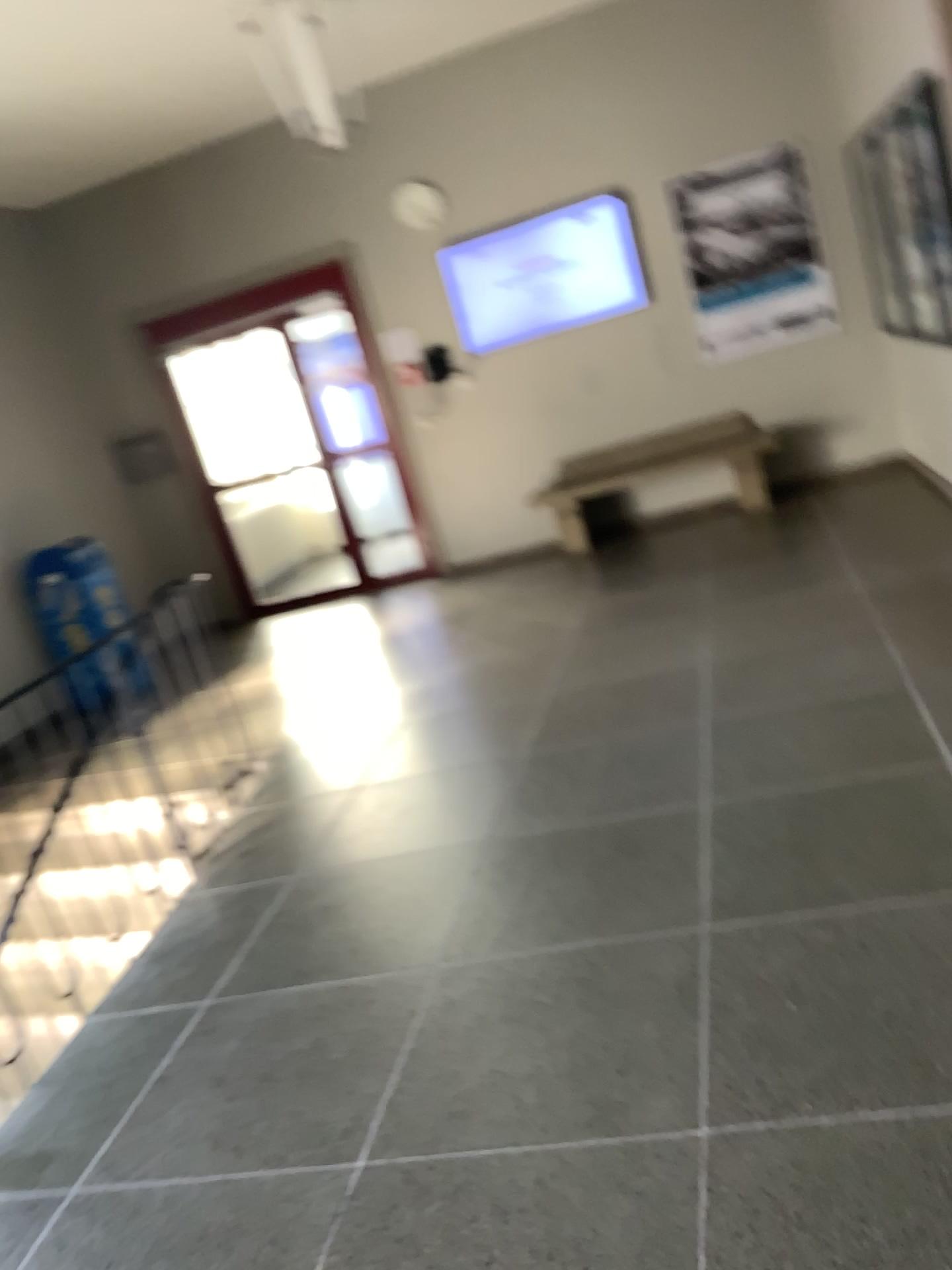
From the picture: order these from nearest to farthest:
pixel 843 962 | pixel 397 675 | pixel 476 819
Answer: pixel 843 962, pixel 476 819, pixel 397 675
